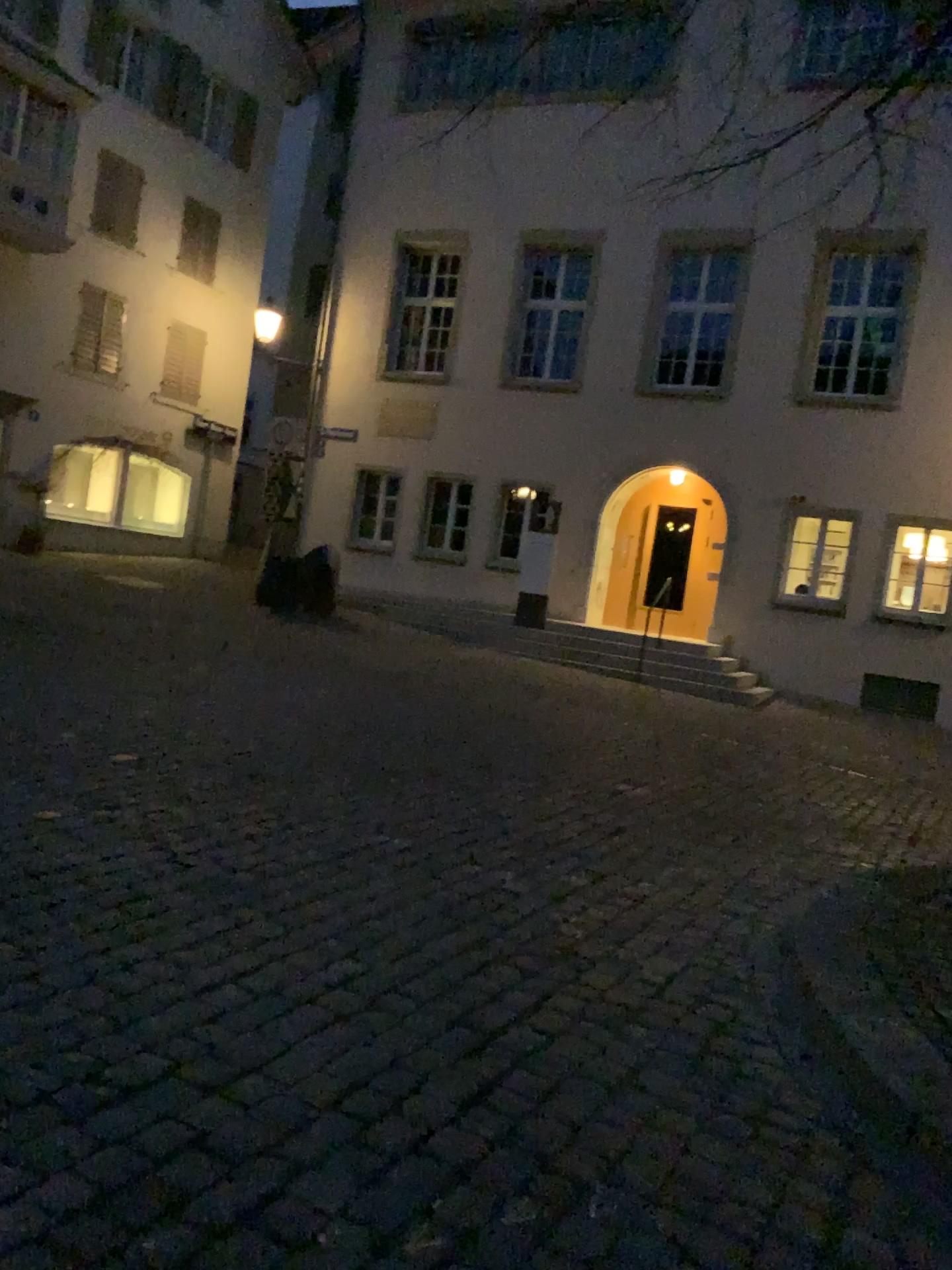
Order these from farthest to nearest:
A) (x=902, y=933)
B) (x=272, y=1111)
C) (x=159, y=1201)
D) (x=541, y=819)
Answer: (x=541, y=819) → (x=902, y=933) → (x=272, y=1111) → (x=159, y=1201)
